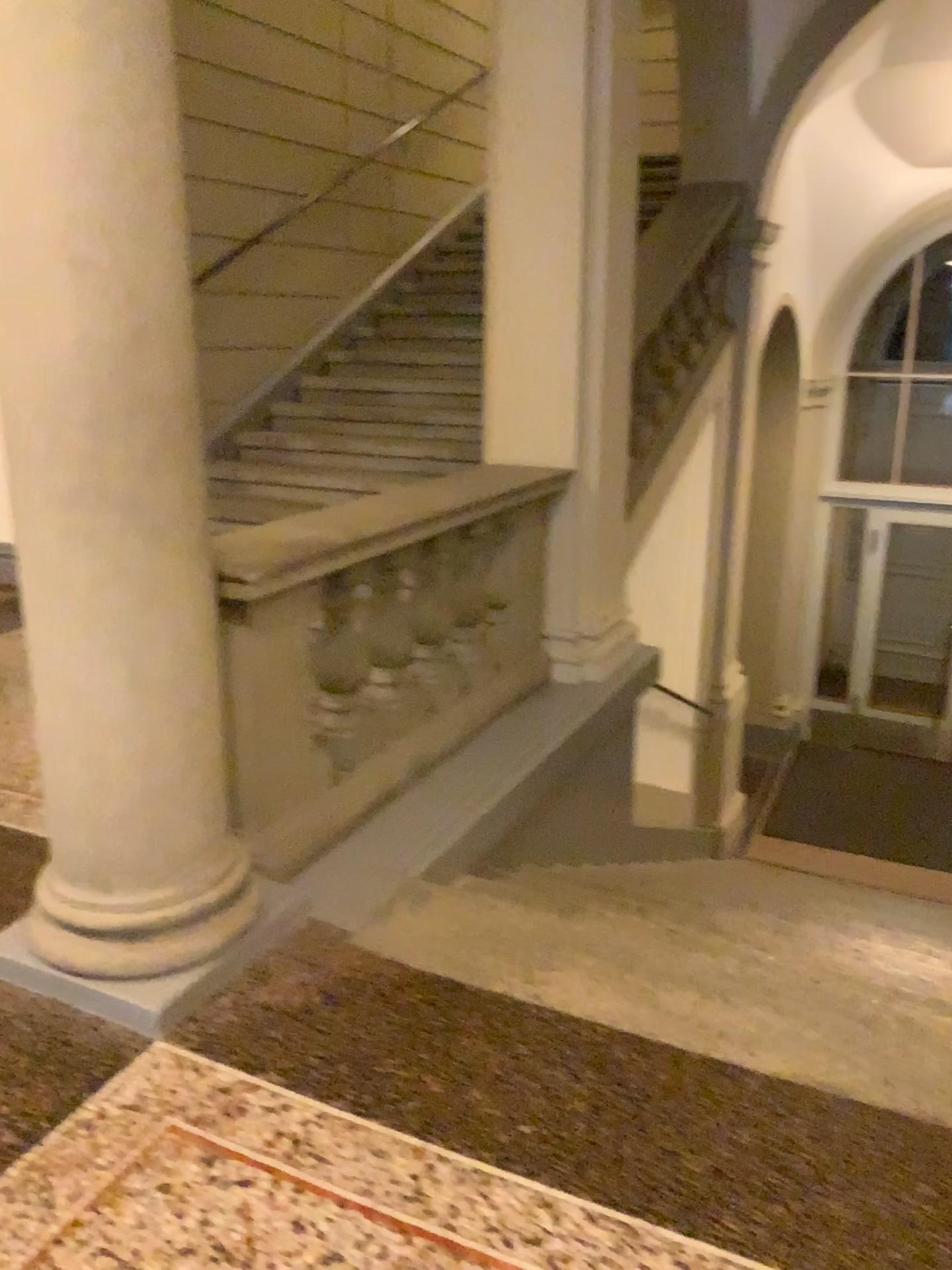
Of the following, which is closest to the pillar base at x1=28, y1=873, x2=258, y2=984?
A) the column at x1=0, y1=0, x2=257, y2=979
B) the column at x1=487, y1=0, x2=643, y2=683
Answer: the column at x1=0, y1=0, x2=257, y2=979

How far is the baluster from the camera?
3.04m

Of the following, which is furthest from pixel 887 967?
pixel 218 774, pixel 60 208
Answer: pixel 60 208

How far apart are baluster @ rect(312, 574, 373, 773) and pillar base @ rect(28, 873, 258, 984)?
0.7 meters

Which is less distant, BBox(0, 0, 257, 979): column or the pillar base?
BBox(0, 0, 257, 979): column

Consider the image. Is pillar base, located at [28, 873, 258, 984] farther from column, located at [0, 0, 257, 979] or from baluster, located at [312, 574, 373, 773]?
baluster, located at [312, 574, 373, 773]

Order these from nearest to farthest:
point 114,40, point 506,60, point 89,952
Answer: point 114,40
point 89,952
point 506,60

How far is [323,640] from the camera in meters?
3.0

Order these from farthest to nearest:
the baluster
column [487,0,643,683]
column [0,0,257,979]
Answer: column [487,0,643,683] → the baluster → column [0,0,257,979]

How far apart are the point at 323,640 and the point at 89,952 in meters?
1.1
